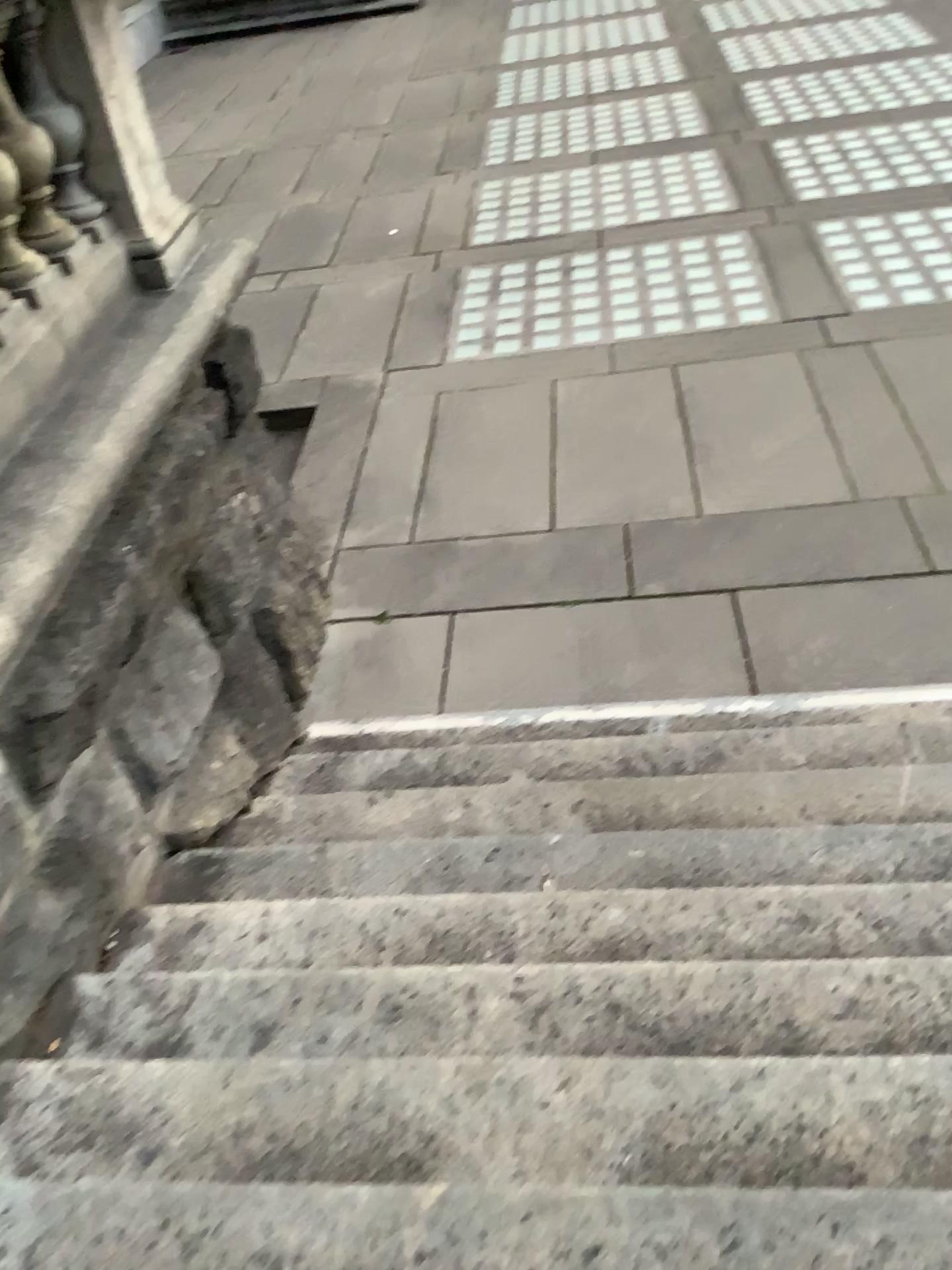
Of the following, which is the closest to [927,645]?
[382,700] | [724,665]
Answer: [724,665]

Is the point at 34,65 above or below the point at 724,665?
above

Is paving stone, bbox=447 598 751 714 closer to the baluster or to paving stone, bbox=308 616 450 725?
paving stone, bbox=308 616 450 725

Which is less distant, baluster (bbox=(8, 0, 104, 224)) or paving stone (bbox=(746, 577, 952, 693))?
baluster (bbox=(8, 0, 104, 224))

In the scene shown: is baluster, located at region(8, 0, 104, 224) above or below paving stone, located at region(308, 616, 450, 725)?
above

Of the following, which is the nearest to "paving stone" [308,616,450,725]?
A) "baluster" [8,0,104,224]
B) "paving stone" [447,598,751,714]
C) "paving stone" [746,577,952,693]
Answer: "paving stone" [447,598,751,714]

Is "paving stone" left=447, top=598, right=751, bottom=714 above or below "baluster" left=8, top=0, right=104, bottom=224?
below

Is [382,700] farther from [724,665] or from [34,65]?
[34,65]

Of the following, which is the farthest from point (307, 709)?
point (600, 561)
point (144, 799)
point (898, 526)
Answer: point (898, 526)
